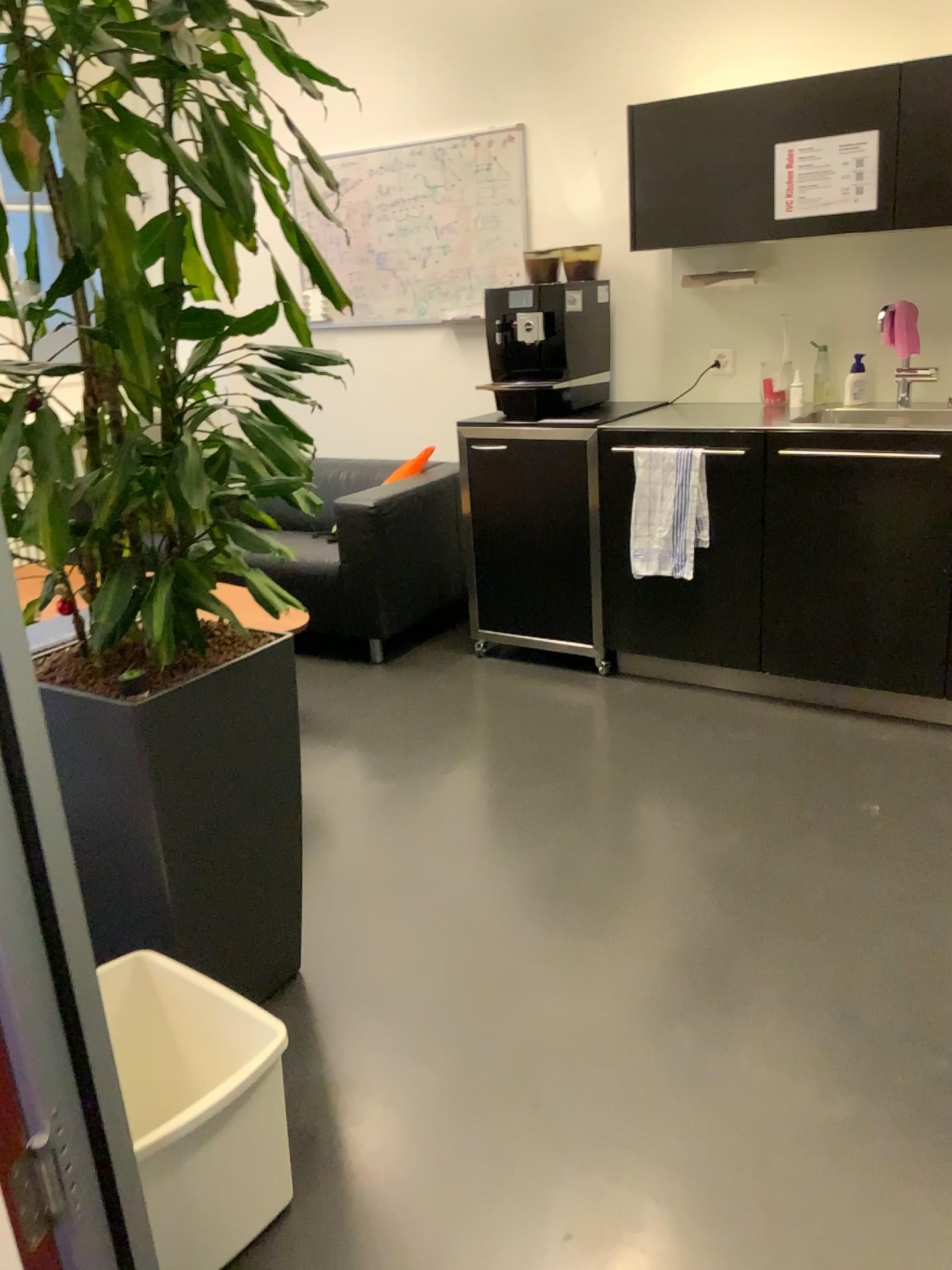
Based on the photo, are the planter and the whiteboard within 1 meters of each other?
no

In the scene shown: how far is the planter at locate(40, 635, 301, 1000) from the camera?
1.8 meters

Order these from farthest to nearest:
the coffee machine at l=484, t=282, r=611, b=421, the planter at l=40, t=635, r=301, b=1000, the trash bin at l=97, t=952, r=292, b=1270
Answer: the coffee machine at l=484, t=282, r=611, b=421 < the planter at l=40, t=635, r=301, b=1000 < the trash bin at l=97, t=952, r=292, b=1270

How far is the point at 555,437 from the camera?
3.6 meters

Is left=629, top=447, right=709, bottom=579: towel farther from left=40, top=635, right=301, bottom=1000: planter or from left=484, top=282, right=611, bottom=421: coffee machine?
left=40, top=635, right=301, bottom=1000: planter

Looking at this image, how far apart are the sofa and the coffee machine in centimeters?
54cm

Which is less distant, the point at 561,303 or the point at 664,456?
the point at 664,456

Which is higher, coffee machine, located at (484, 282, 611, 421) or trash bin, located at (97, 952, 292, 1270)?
coffee machine, located at (484, 282, 611, 421)

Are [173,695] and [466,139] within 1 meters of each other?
no

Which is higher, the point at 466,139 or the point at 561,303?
the point at 466,139
